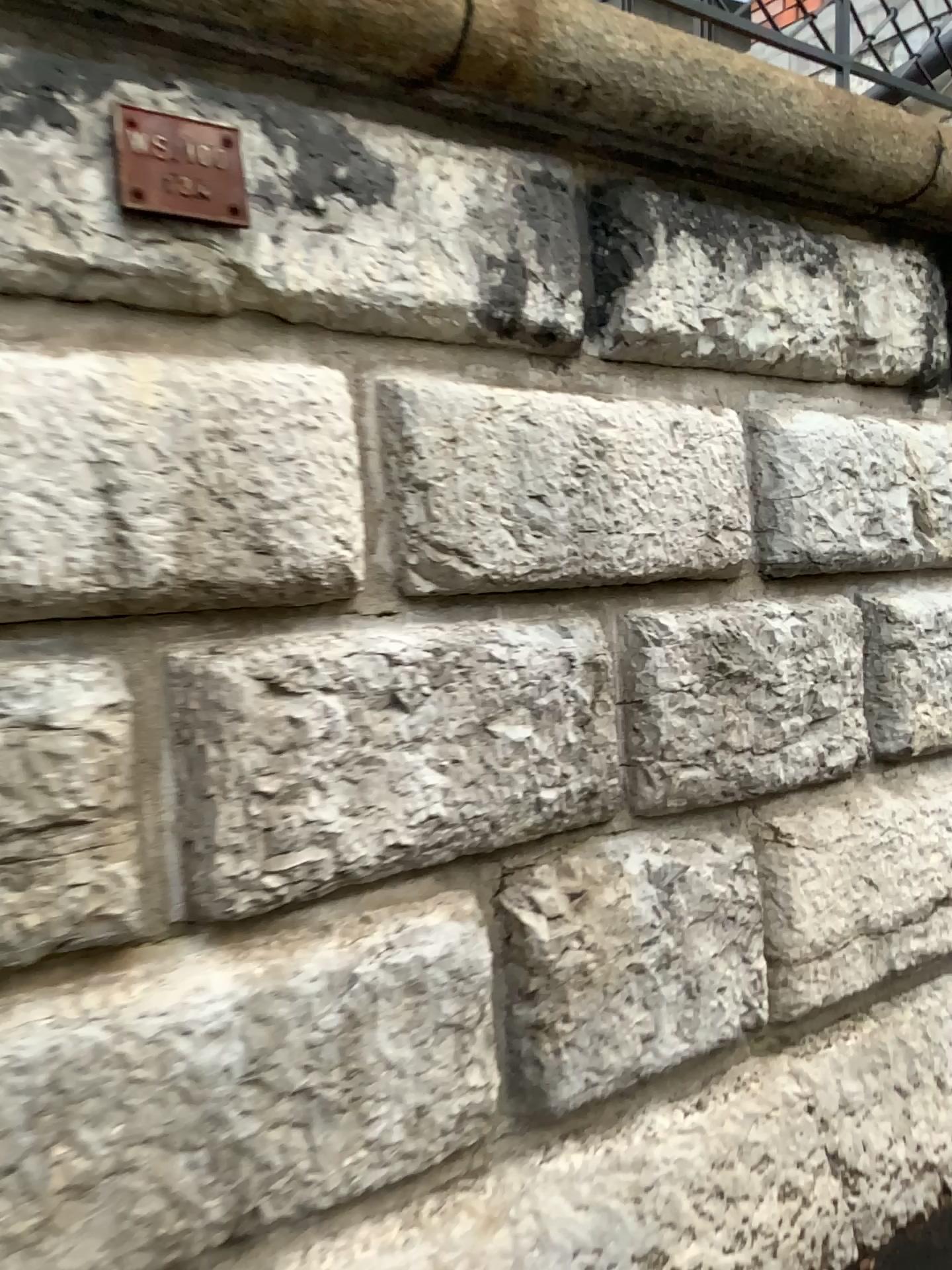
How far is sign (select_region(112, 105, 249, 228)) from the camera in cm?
147

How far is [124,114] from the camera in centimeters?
147cm

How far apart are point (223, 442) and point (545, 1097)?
1.20m
